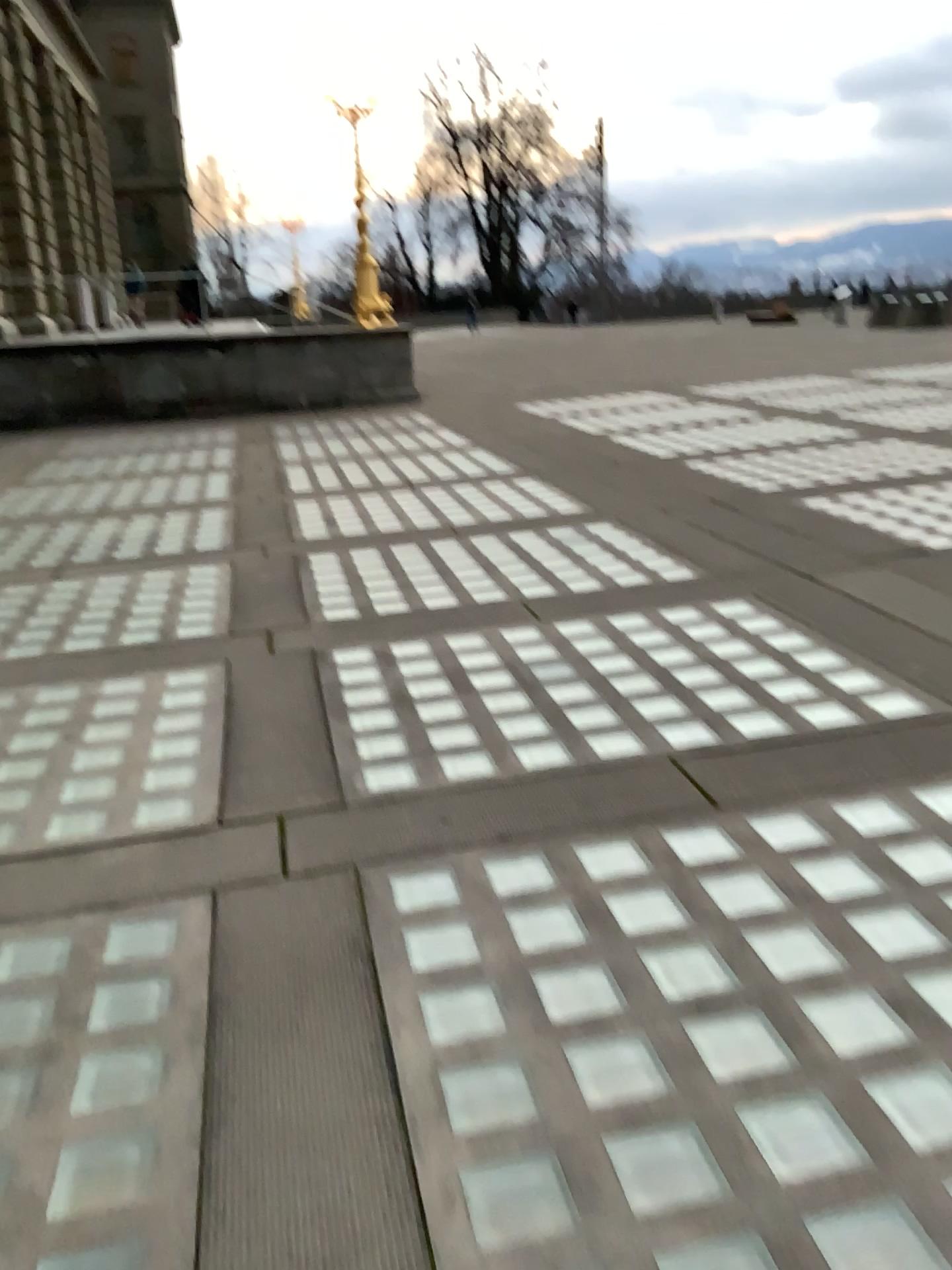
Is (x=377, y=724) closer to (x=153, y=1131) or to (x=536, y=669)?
(x=536, y=669)
